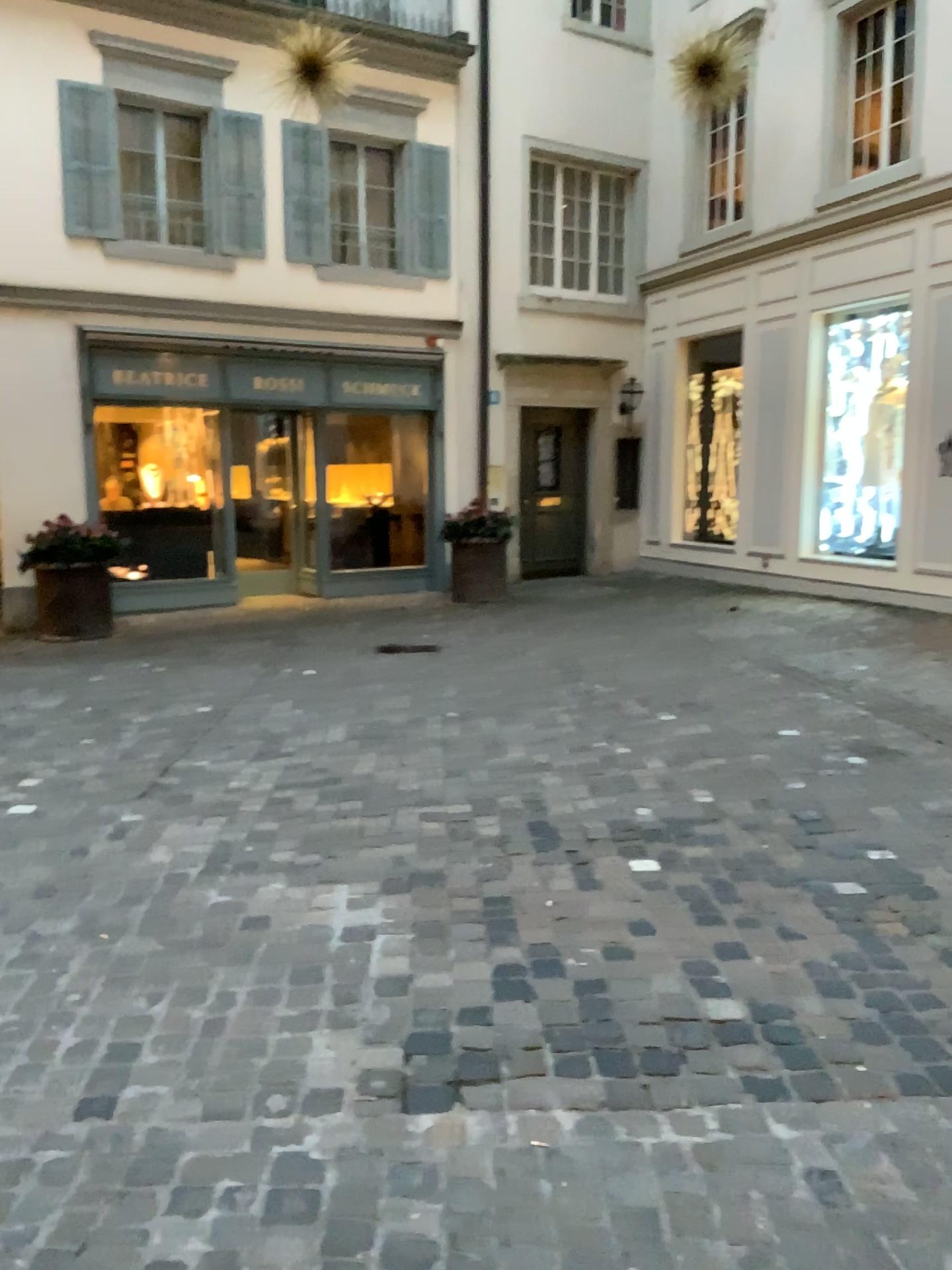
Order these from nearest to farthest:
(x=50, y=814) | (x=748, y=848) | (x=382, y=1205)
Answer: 1. (x=382, y=1205)
2. (x=748, y=848)
3. (x=50, y=814)
